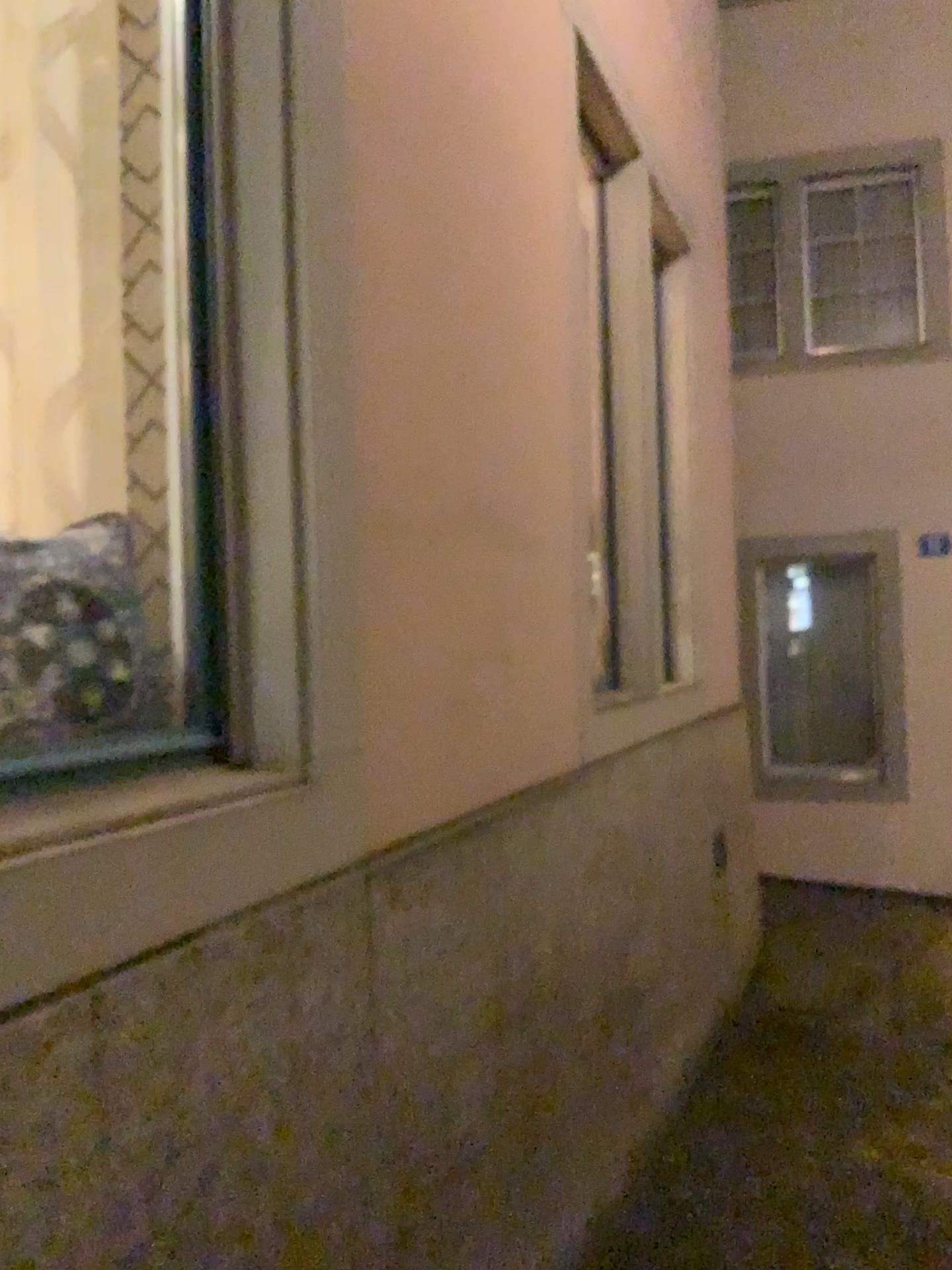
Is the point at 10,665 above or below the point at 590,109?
below

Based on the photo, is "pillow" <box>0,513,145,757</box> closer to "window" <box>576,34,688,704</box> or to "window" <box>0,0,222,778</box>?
"window" <box>0,0,222,778</box>

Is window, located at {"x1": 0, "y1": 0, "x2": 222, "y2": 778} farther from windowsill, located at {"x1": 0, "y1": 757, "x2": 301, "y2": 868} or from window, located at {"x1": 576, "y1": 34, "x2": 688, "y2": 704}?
window, located at {"x1": 576, "y1": 34, "x2": 688, "y2": 704}

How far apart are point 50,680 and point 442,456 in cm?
99

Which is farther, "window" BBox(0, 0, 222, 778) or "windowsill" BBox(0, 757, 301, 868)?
"window" BBox(0, 0, 222, 778)

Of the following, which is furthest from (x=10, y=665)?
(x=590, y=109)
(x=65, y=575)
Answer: (x=590, y=109)

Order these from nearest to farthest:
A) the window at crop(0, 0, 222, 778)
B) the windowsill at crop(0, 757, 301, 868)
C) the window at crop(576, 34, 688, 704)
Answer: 1. the windowsill at crop(0, 757, 301, 868)
2. the window at crop(0, 0, 222, 778)
3. the window at crop(576, 34, 688, 704)

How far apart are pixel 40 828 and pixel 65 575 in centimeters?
46cm

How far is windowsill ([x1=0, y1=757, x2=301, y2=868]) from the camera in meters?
1.1 m

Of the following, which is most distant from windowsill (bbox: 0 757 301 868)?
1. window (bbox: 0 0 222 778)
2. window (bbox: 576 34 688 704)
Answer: window (bbox: 576 34 688 704)
